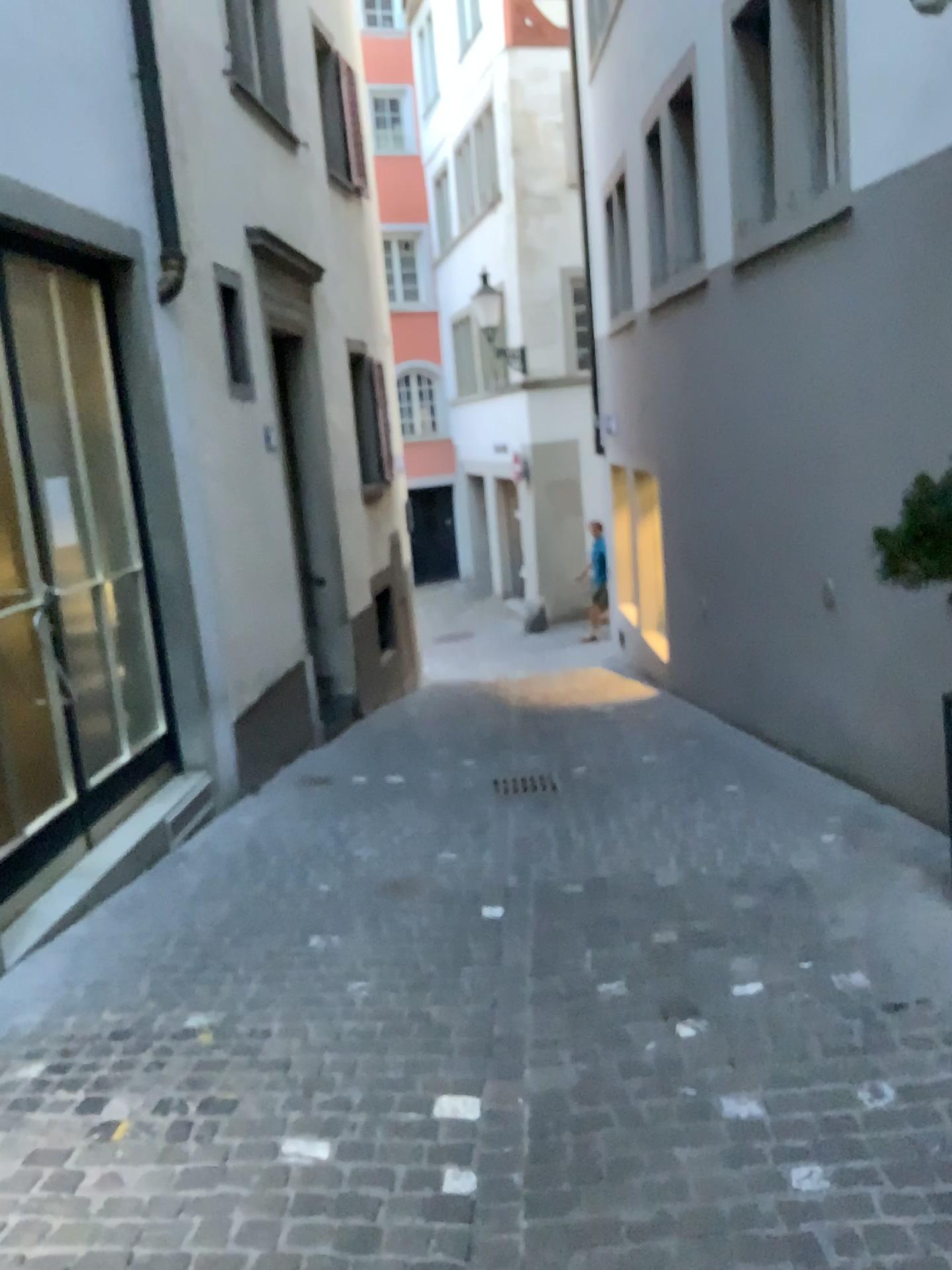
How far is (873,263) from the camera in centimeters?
456cm
